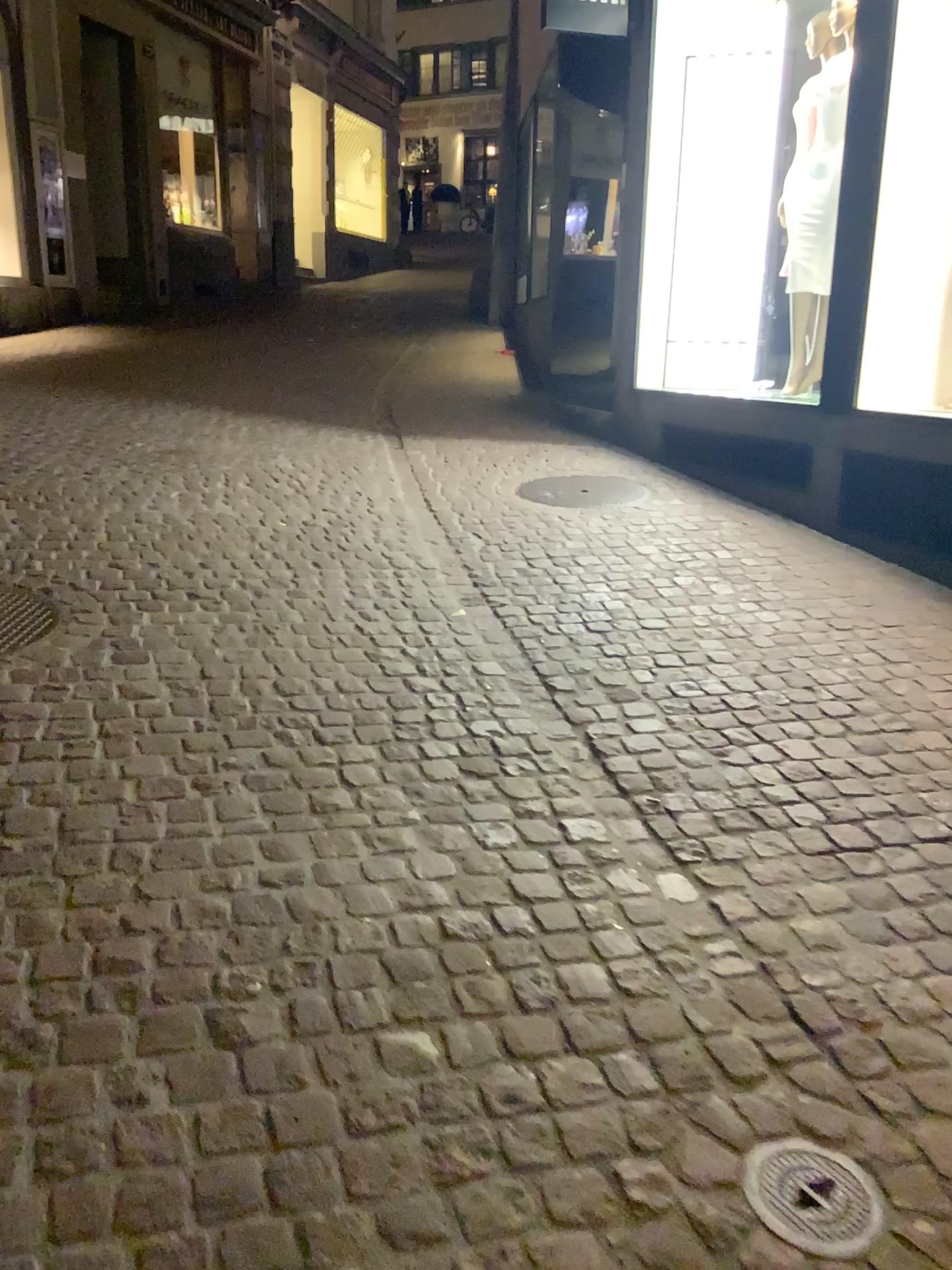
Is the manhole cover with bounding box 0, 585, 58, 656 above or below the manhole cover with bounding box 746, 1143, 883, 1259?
above

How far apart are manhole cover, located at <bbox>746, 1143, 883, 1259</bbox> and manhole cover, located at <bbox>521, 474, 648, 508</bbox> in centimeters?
395cm

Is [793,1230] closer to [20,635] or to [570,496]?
[20,635]

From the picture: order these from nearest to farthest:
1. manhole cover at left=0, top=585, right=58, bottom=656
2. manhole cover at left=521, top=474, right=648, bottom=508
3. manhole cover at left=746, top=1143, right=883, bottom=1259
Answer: manhole cover at left=746, top=1143, right=883, bottom=1259 < manhole cover at left=0, top=585, right=58, bottom=656 < manhole cover at left=521, top=474, right=648, bottom=508

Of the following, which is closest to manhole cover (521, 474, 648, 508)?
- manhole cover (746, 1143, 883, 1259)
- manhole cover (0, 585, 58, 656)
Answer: manhole cover (0, 585, 58, 656)

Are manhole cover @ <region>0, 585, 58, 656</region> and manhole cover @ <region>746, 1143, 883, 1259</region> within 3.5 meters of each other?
yes

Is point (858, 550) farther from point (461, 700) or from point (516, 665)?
point (461, 700)

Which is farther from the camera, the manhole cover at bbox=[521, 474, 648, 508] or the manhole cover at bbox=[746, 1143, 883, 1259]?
the manhole cover at bbox=[521, 474, 648, 508]

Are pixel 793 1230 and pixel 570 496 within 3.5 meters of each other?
no

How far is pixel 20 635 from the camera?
3.13m
